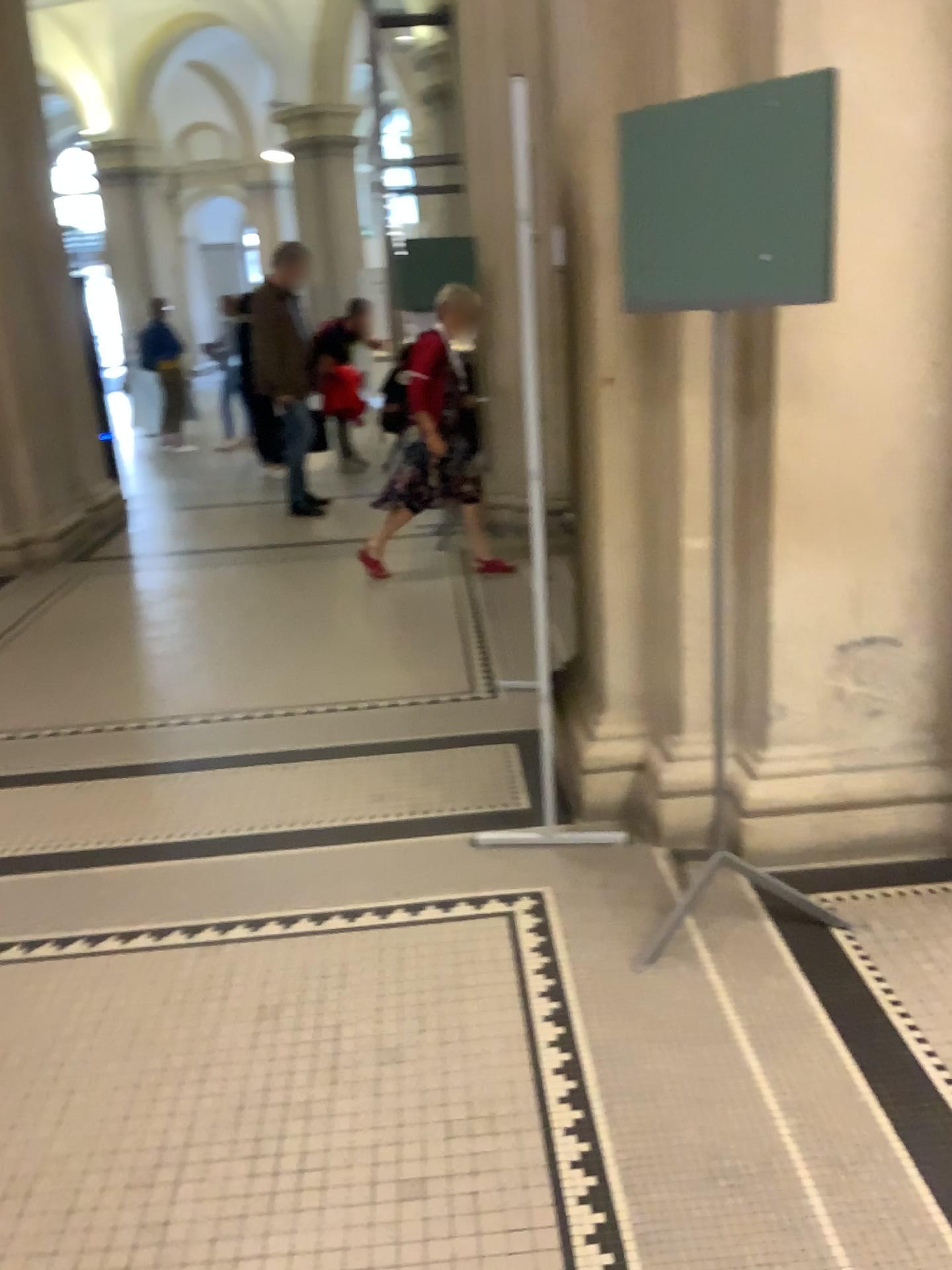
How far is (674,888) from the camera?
2.7m
